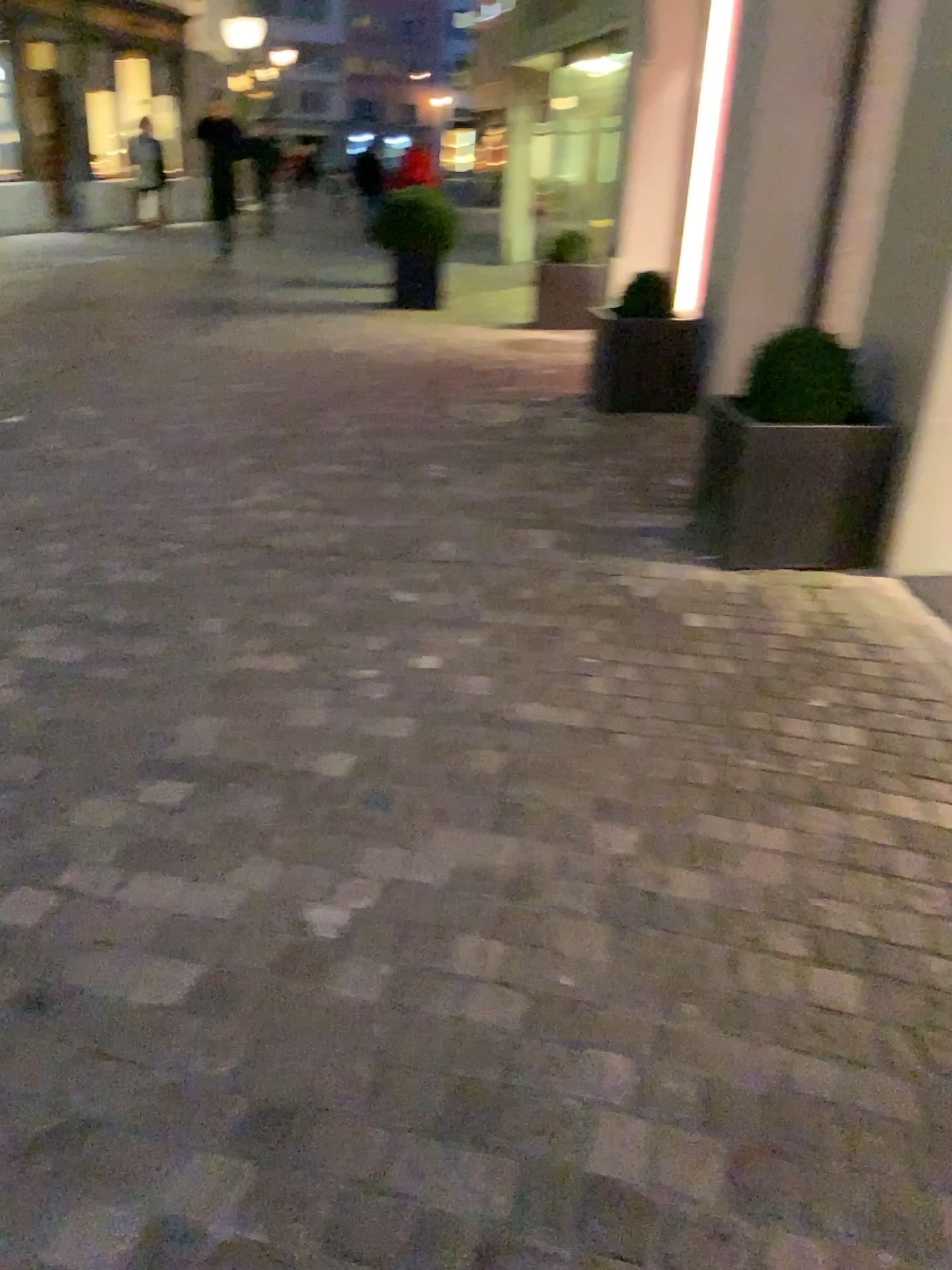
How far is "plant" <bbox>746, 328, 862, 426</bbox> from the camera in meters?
3.6 m

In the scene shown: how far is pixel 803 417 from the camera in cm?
355

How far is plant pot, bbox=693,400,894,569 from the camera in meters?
3.6 m

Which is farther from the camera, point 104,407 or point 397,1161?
point 104,407

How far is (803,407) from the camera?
3.6m

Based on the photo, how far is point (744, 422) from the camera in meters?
3.6 m

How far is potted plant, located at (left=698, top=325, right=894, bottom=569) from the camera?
3.5m
